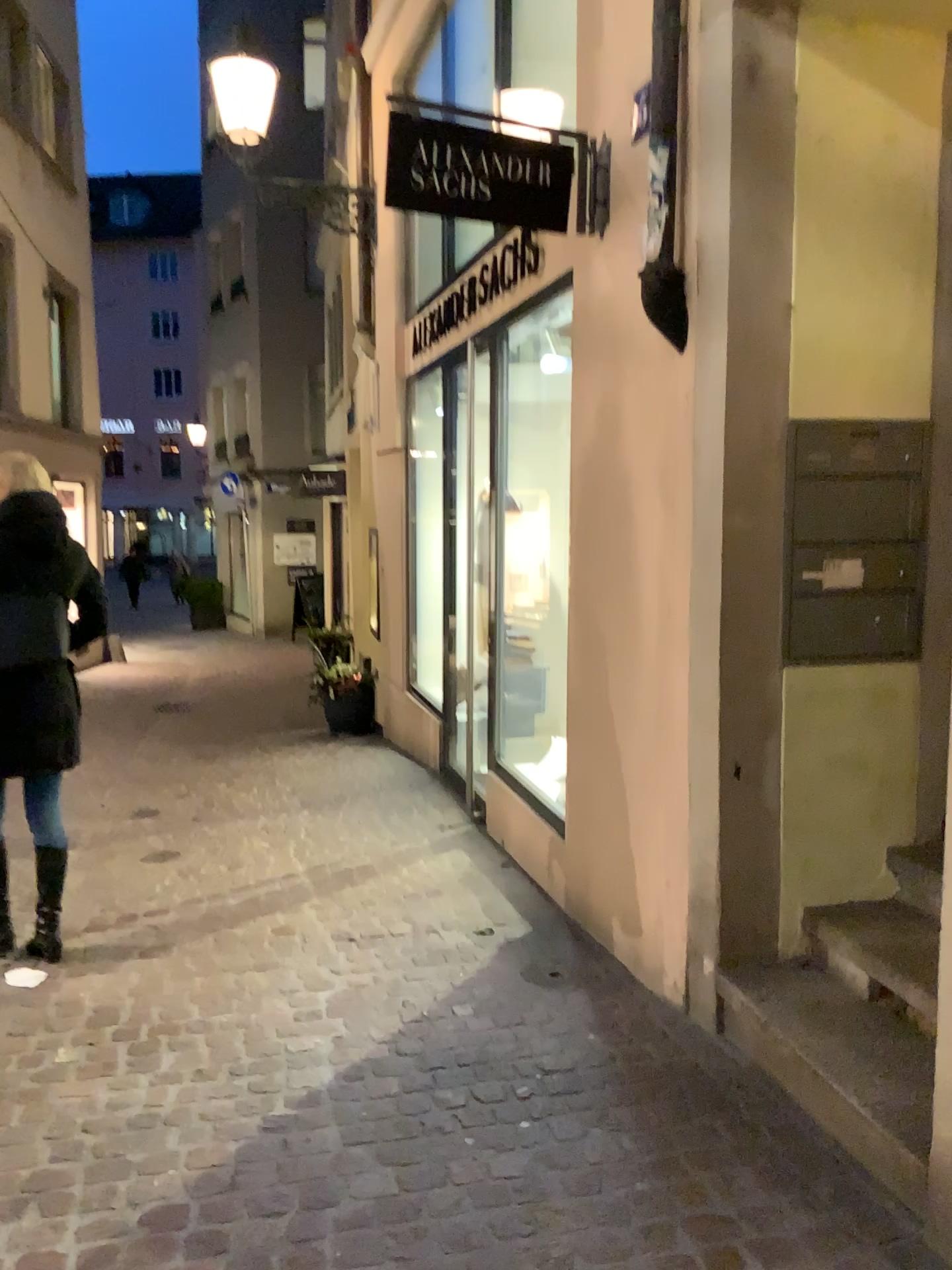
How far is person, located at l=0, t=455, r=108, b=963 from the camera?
3.49m

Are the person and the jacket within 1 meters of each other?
yes

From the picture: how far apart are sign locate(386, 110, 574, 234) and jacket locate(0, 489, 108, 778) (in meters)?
1.53

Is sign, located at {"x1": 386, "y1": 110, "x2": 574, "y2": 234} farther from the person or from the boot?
the boot

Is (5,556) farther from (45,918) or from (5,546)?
(45,918)

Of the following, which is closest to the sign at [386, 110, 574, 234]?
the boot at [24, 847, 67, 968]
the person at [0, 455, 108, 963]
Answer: the person at [0, 455, 108, 963]

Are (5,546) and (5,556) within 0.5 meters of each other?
yes

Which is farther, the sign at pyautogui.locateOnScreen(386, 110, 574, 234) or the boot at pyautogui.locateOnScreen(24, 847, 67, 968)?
the boot at pyautogui.locateOnScreen(24, 847, 67, 968)

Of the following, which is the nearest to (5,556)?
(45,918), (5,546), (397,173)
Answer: (5,546)

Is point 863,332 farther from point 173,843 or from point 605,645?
point 173,843
